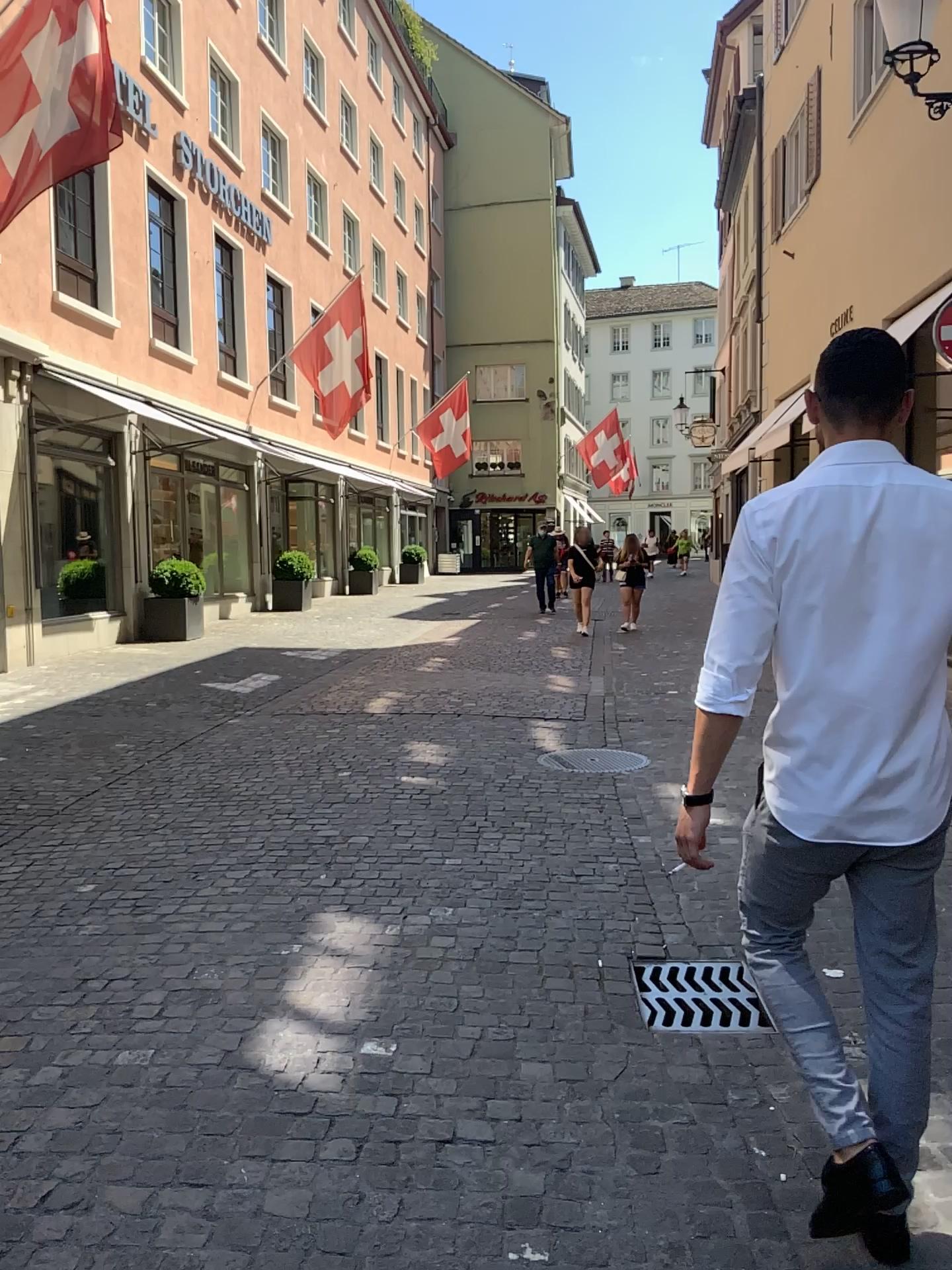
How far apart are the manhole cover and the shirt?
1.37m

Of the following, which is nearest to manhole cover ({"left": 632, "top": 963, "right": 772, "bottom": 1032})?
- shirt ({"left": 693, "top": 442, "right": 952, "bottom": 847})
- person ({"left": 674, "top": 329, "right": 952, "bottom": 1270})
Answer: person ({"left": 674, "top": 329, "right": 952, "bottom": 1270})

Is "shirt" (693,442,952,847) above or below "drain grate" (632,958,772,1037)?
above

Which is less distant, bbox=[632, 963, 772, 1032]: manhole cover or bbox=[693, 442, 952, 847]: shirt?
bbox=[693, 442, 952, 847]: shirt

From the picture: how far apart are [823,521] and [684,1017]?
1.8 meters

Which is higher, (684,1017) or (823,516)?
(823,516)

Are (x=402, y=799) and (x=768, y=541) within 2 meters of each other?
no

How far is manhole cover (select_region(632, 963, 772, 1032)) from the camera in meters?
3.1 m

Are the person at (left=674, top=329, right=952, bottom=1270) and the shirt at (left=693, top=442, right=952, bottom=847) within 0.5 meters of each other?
yes

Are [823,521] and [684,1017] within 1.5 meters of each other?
no
